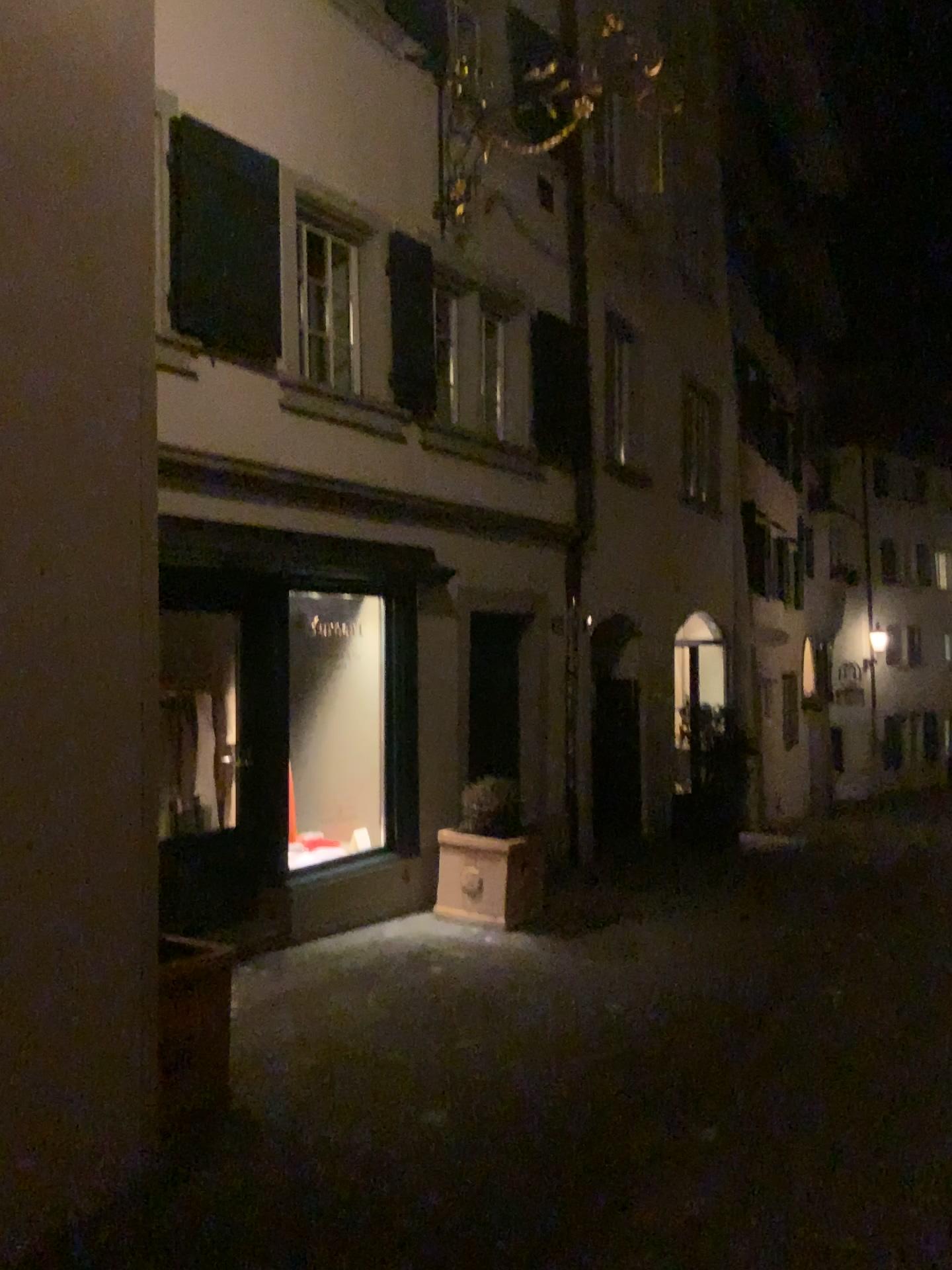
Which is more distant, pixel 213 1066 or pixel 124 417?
pixel 213 1066
